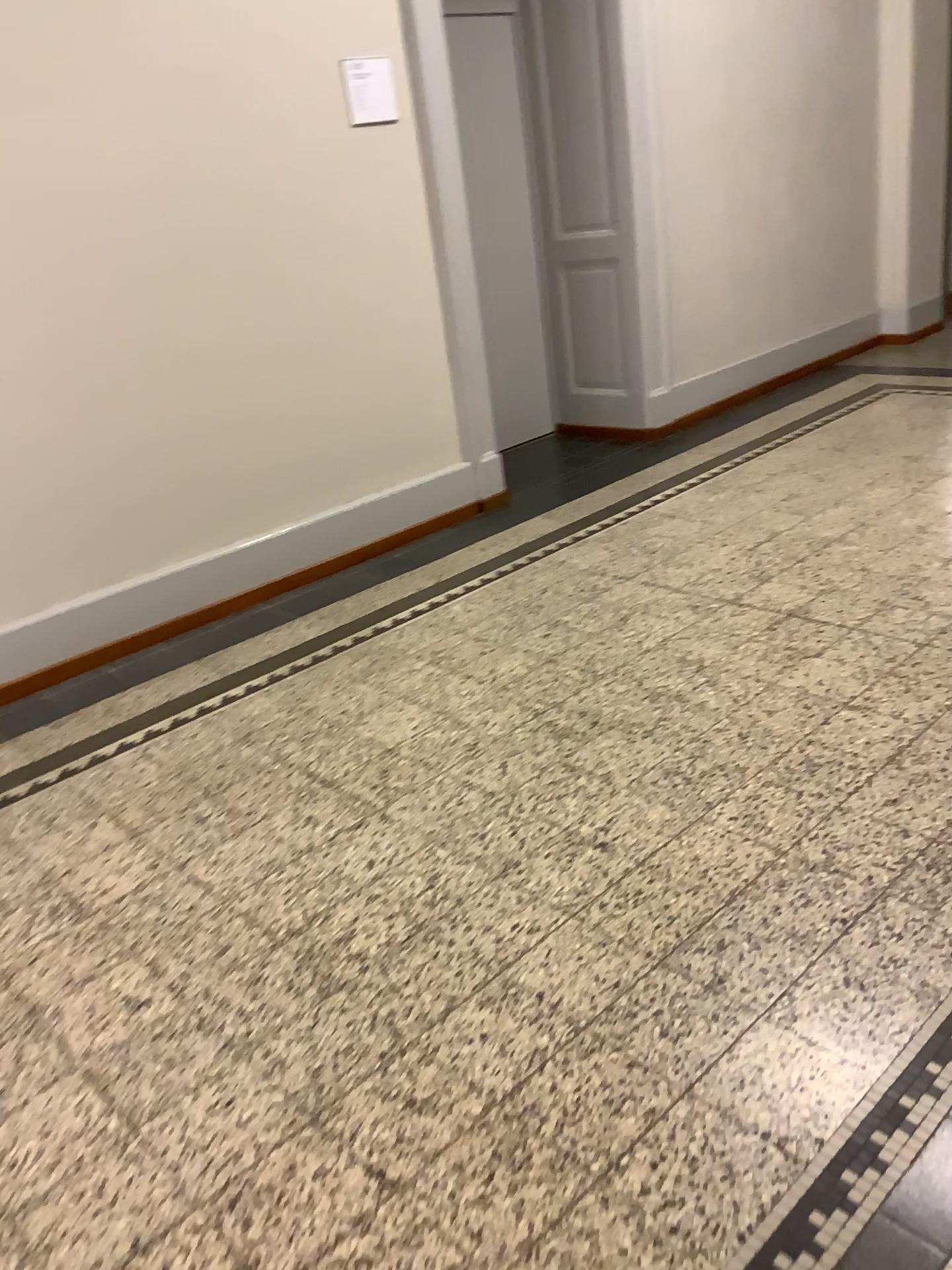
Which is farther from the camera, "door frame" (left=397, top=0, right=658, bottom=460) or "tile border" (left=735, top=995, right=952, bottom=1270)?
"door frame" (left=397, top=0, right=658, bottom=460)

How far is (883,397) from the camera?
5.4 meters

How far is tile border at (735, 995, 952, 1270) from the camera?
1.4 meters

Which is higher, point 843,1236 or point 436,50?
point 436,50

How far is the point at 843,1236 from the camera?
1.4 meters

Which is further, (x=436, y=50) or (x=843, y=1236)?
(x=436, y=50)
